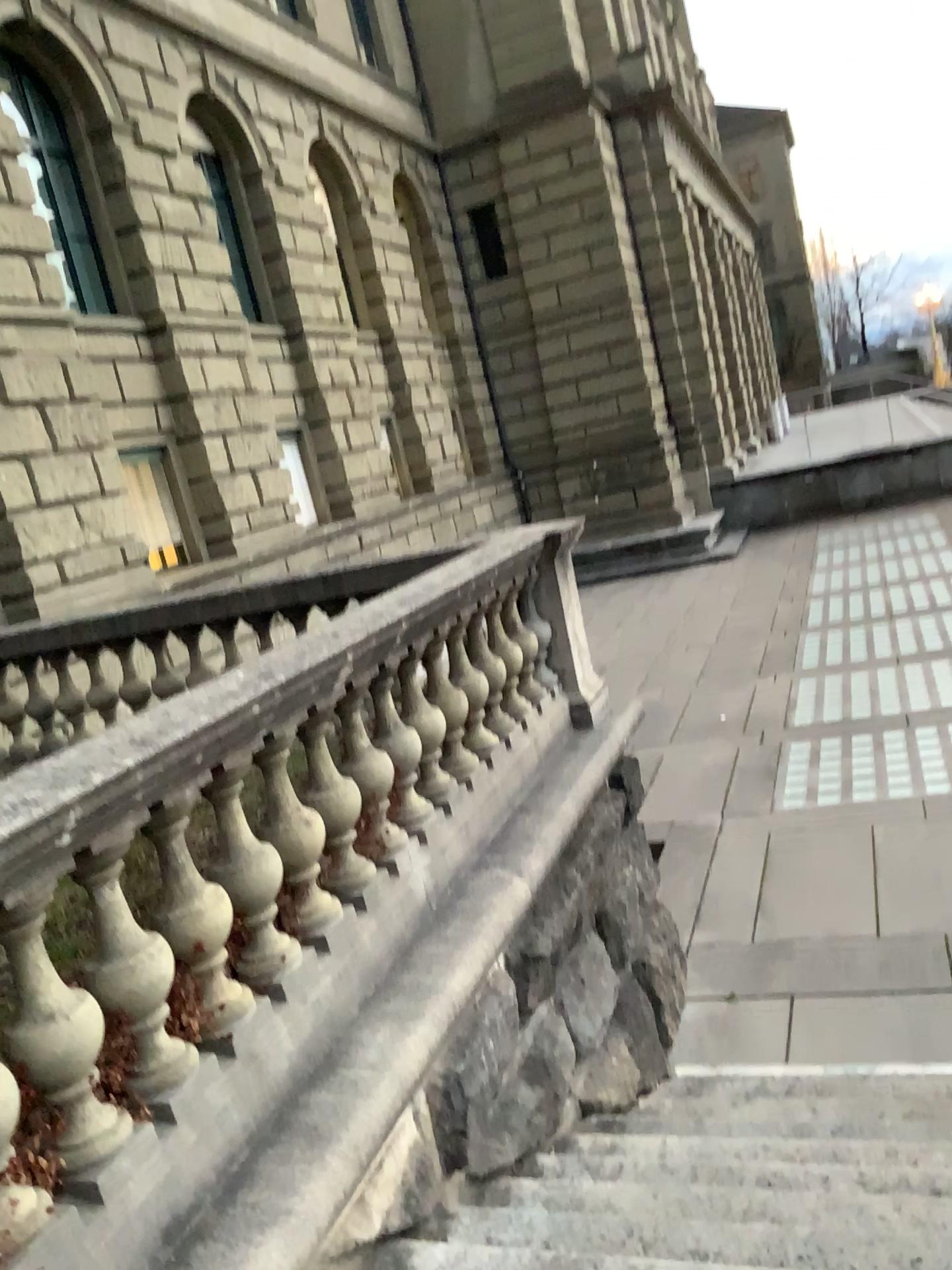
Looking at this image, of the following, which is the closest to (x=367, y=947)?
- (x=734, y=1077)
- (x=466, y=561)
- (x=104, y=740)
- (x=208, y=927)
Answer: (x=208, y=927)

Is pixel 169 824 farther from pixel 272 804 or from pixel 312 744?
pixel 312 744

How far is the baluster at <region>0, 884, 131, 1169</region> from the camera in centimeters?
218cm

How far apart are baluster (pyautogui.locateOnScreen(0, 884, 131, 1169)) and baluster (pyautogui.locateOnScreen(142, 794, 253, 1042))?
0.3m

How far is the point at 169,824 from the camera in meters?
2.6

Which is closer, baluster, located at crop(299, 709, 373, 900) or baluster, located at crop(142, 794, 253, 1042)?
baluster, located at crop(142, 794, 253, 1042)

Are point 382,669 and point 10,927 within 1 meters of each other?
no

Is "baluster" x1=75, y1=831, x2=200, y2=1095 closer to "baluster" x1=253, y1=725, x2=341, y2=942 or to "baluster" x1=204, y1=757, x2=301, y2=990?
"baluster" x1=204, y1=757, x2=301, y2=990

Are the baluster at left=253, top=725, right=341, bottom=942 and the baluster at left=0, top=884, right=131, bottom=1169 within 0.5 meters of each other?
no

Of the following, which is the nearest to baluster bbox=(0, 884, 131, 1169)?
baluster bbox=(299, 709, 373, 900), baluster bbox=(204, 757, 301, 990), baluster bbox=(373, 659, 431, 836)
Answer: baluster bbox=(204, 757, 301, 990)
